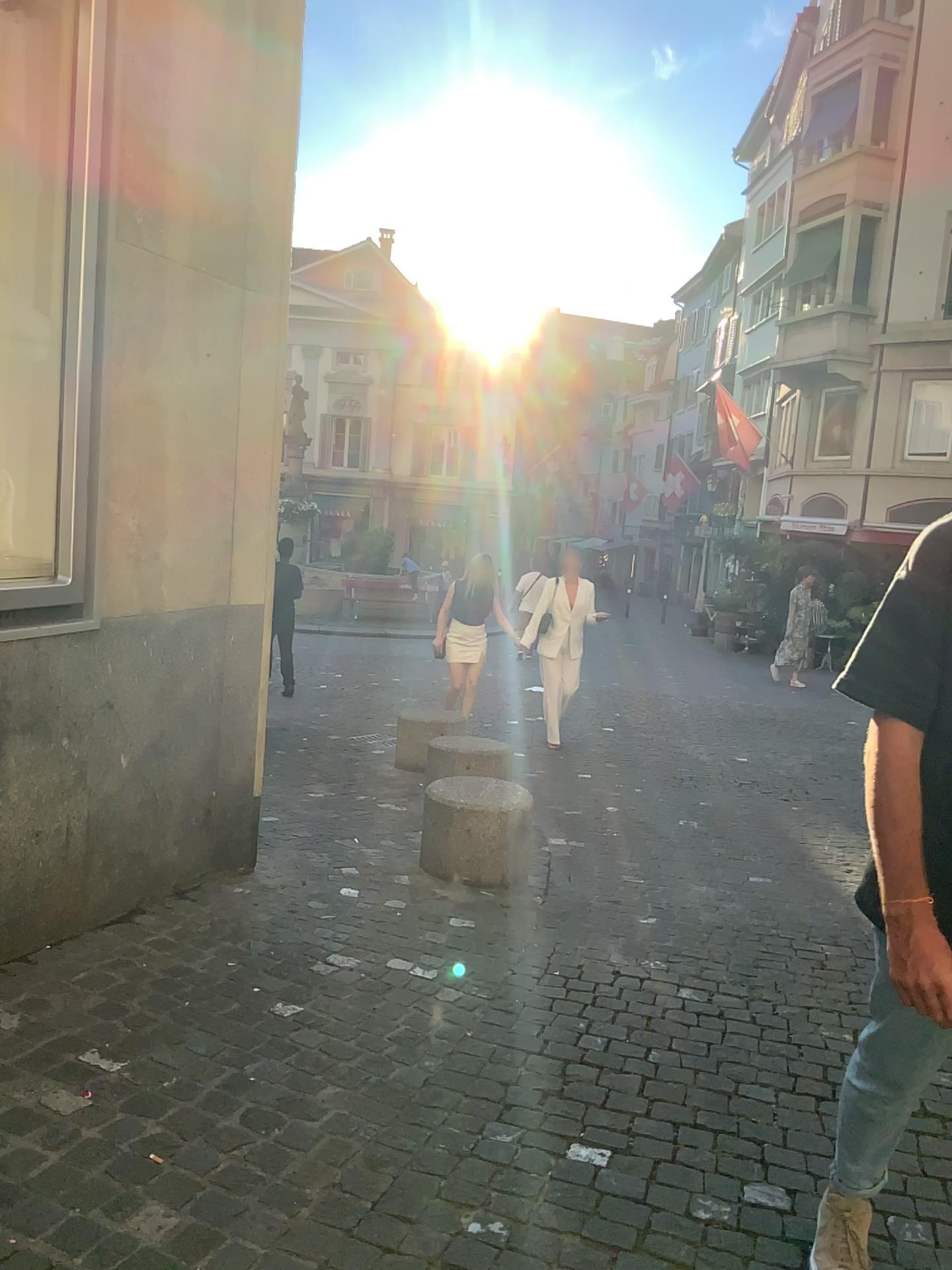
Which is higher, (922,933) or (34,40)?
(34,40)

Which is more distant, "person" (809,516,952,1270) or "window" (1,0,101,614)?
"window" (1,0,101,614)

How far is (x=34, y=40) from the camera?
3.23m

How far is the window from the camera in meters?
3.2

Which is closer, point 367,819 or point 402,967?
point 402,967

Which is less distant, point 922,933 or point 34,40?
point 922,933
